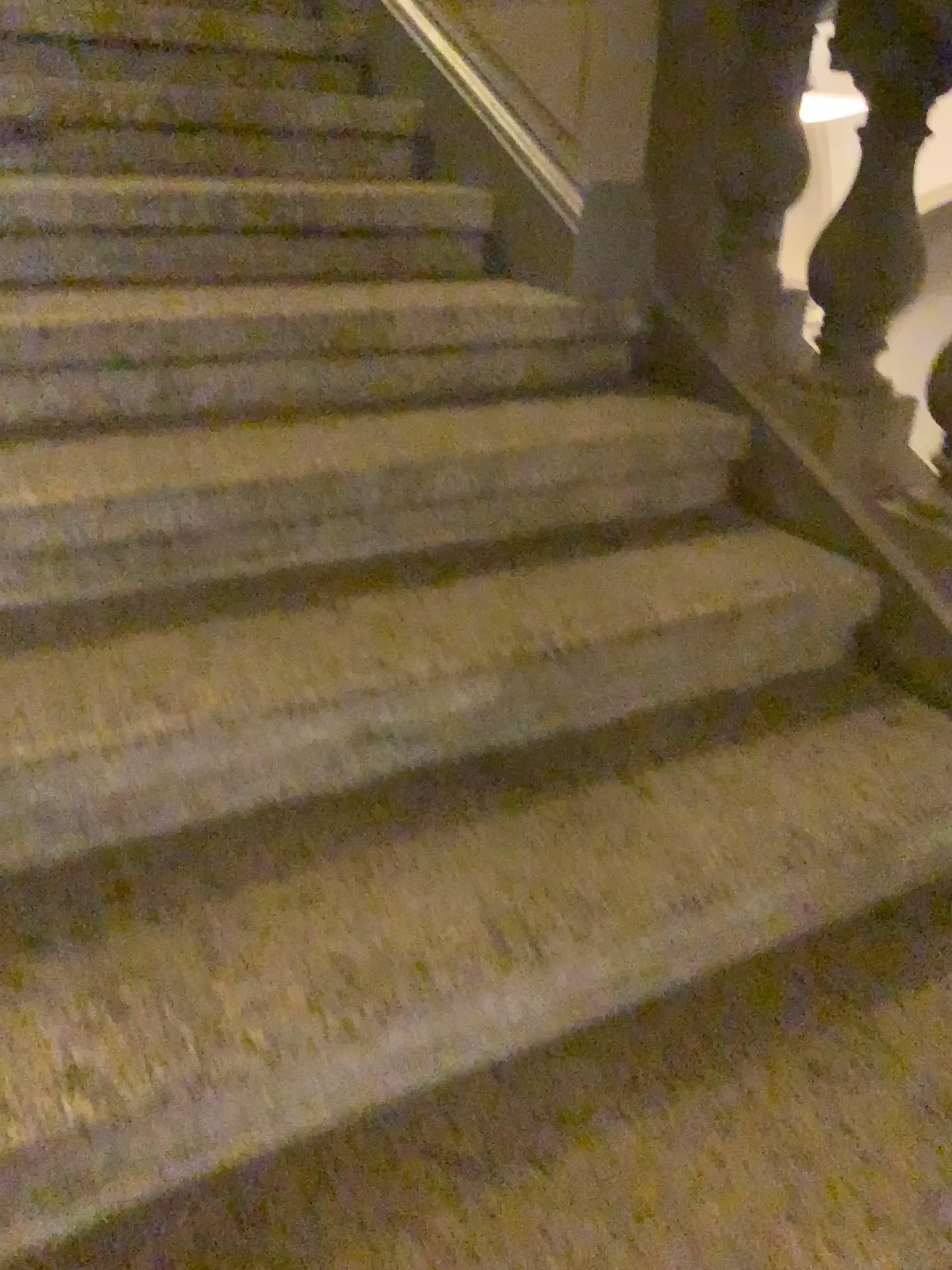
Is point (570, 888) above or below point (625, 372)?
below

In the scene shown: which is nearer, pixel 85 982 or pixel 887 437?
pixel 85 982

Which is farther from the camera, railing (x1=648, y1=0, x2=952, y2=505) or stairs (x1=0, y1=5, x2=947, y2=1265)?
railing (x1=648, y1=0, x2=952, y2=505)
